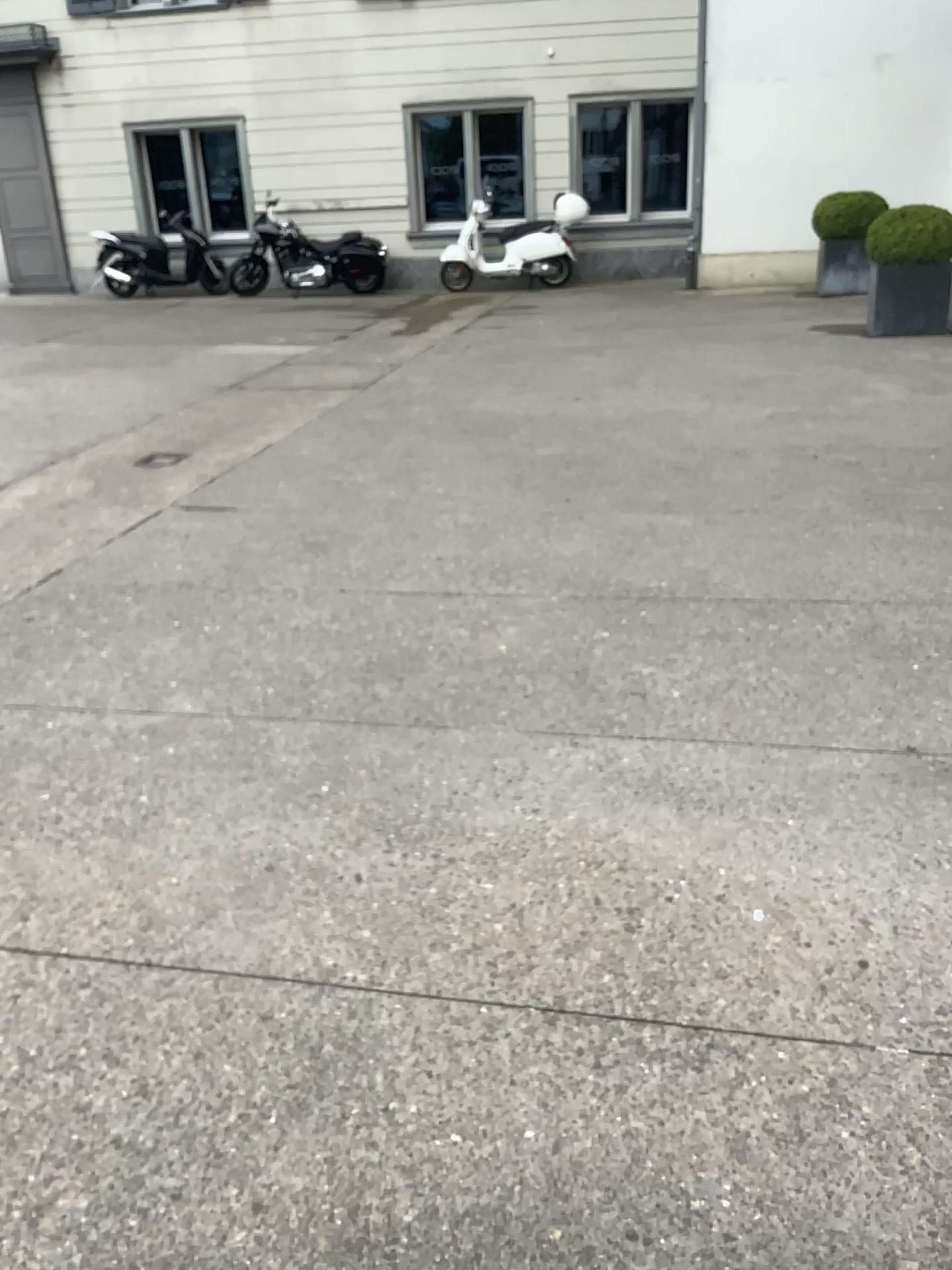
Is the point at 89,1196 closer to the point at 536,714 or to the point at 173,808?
the point at 173,808
